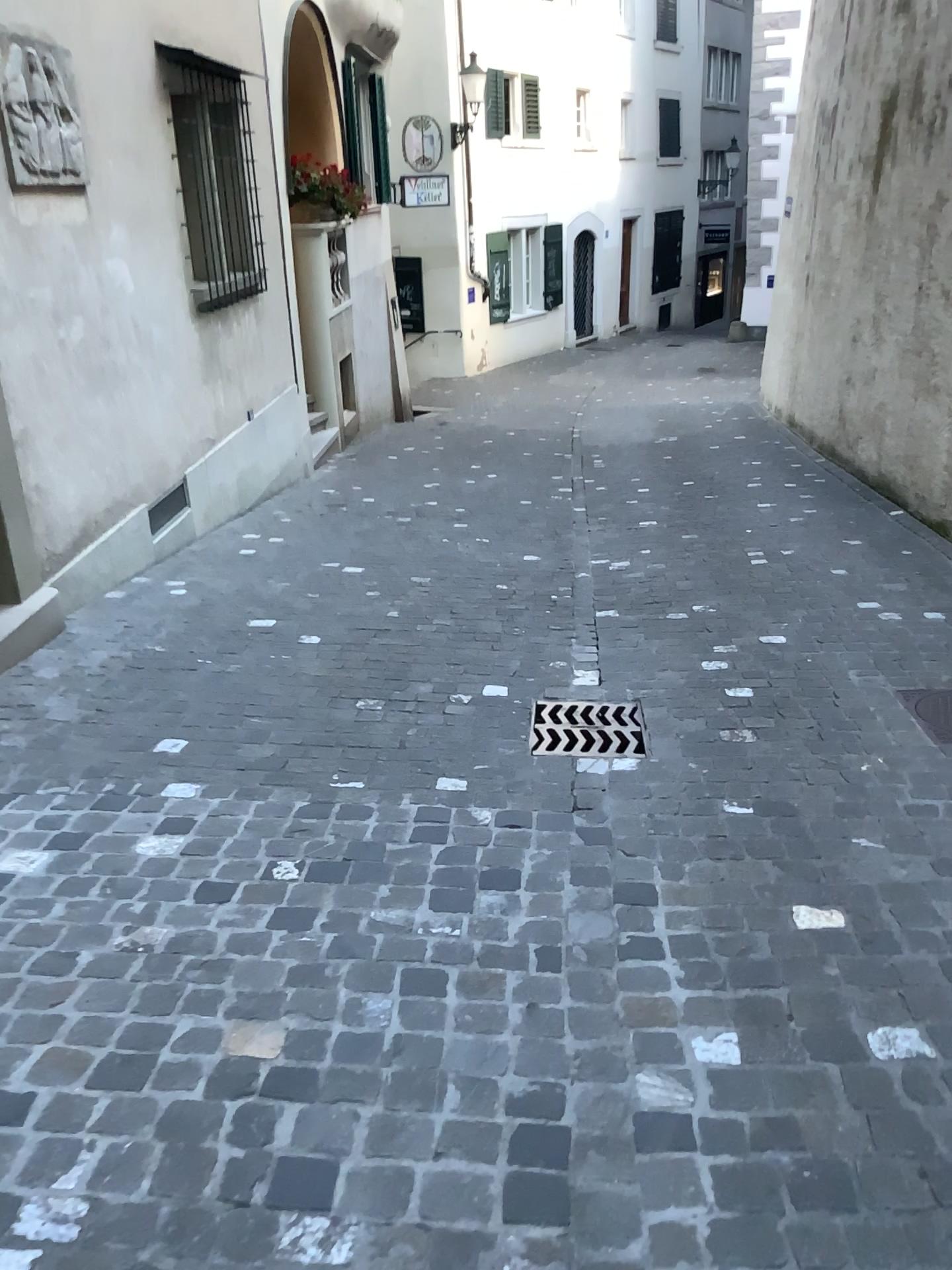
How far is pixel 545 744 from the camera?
3.4 meters

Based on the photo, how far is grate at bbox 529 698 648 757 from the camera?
3.38m

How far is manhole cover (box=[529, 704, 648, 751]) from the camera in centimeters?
338cm

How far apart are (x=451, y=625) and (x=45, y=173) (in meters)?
2.60

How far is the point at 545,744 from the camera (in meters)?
3.38
